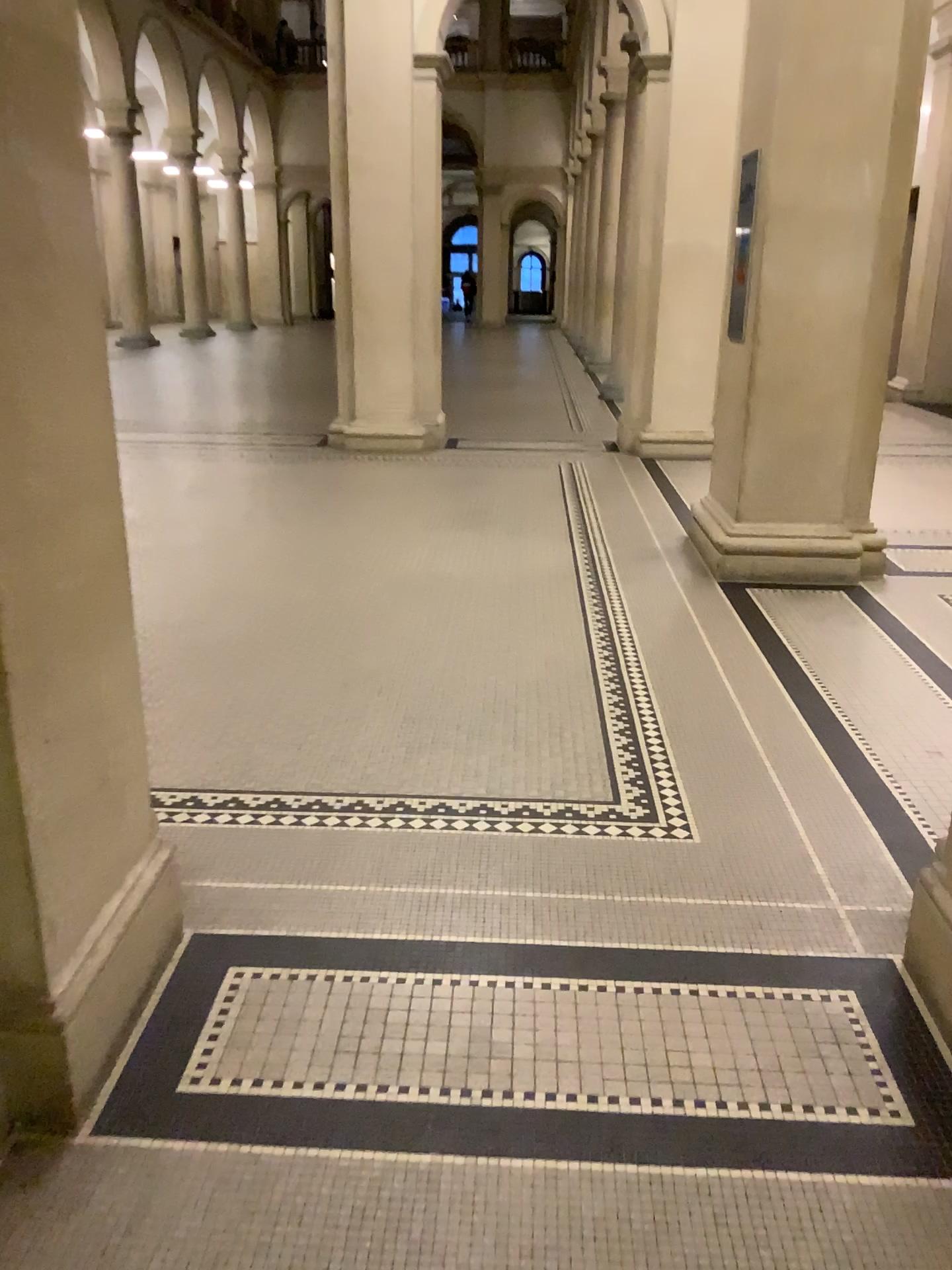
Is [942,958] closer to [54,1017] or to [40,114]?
[54,1017]

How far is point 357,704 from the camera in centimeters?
379cm

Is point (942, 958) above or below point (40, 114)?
below

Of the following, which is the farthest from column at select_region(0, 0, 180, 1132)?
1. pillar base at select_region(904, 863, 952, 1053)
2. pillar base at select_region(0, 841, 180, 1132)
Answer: pillar base at select_region(904, 863, 952, 1053)

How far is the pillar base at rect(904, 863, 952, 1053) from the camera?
2.15m

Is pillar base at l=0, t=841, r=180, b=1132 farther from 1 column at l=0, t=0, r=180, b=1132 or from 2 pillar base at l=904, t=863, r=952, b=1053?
2 pillar base at l=904, t=863, r=952, b=1053

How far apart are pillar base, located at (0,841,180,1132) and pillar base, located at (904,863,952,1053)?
1.64m

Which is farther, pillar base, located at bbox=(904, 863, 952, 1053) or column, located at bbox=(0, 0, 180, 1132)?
pillar base, located at bbox=(904, 863, 952, 1053)

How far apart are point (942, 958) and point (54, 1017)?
1.7 meters
